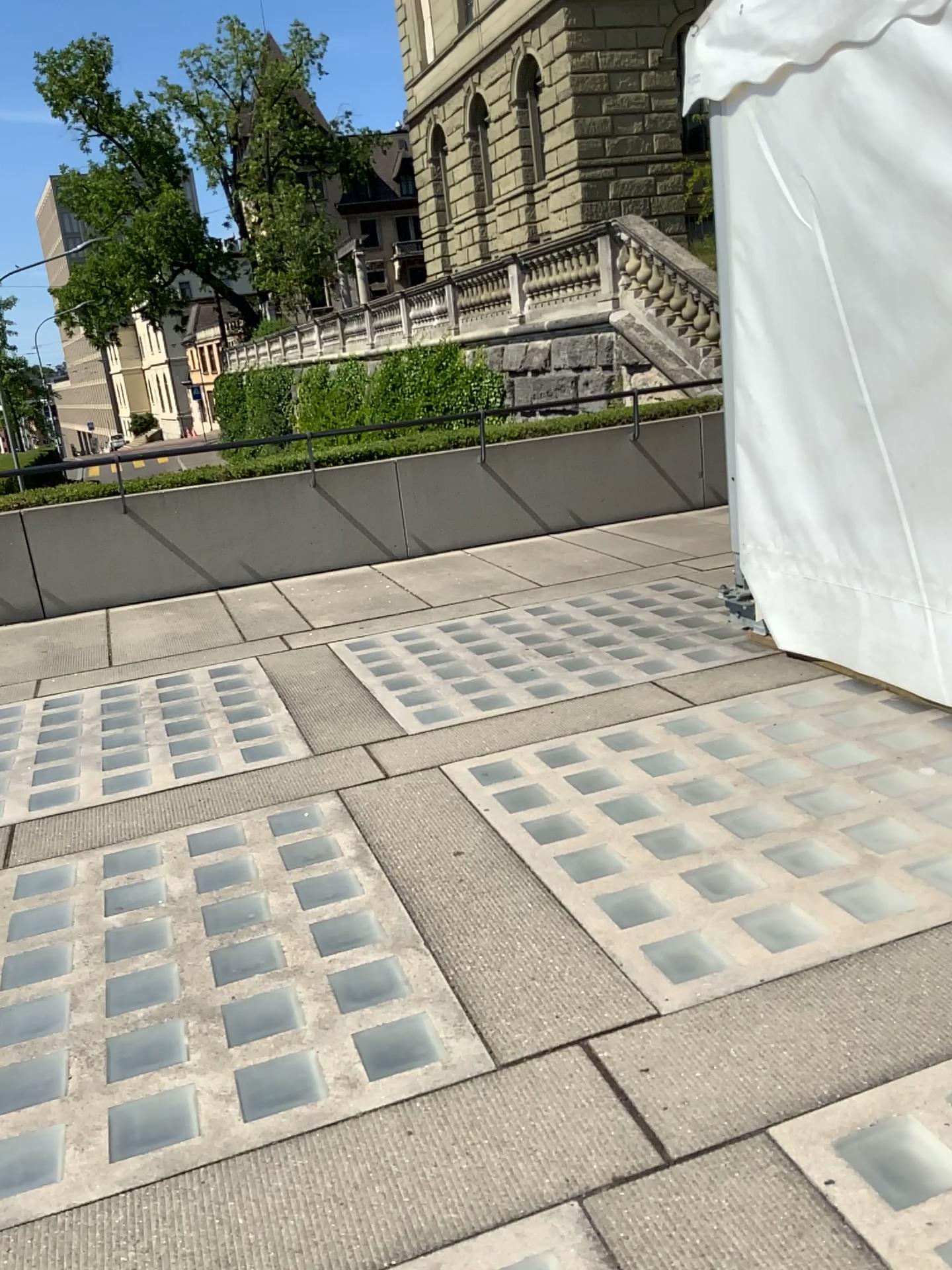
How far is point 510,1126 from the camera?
2.1m
